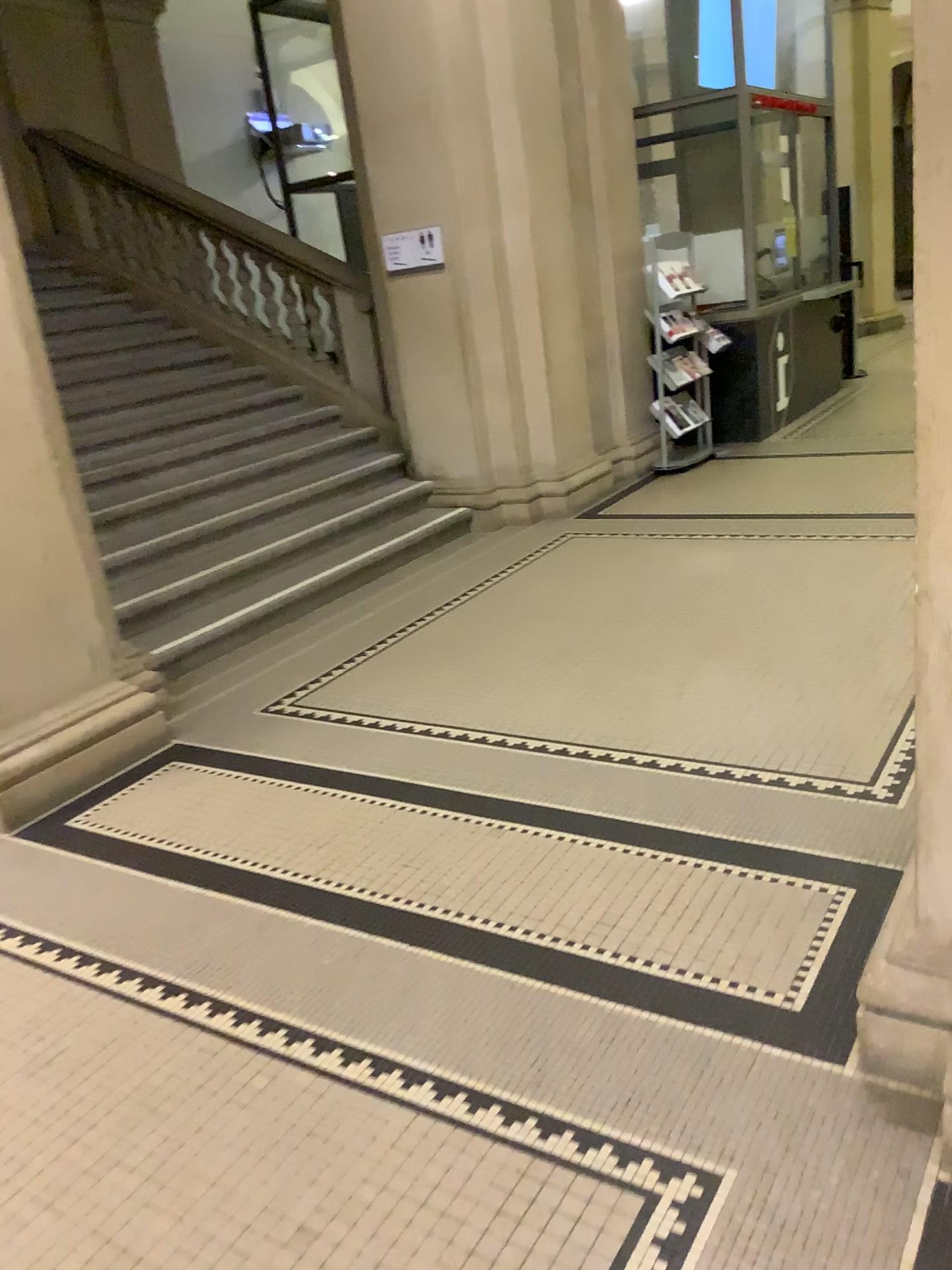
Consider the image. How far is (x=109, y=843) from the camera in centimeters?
330cm

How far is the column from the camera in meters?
3.5 m

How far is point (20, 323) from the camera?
3.5 meters
